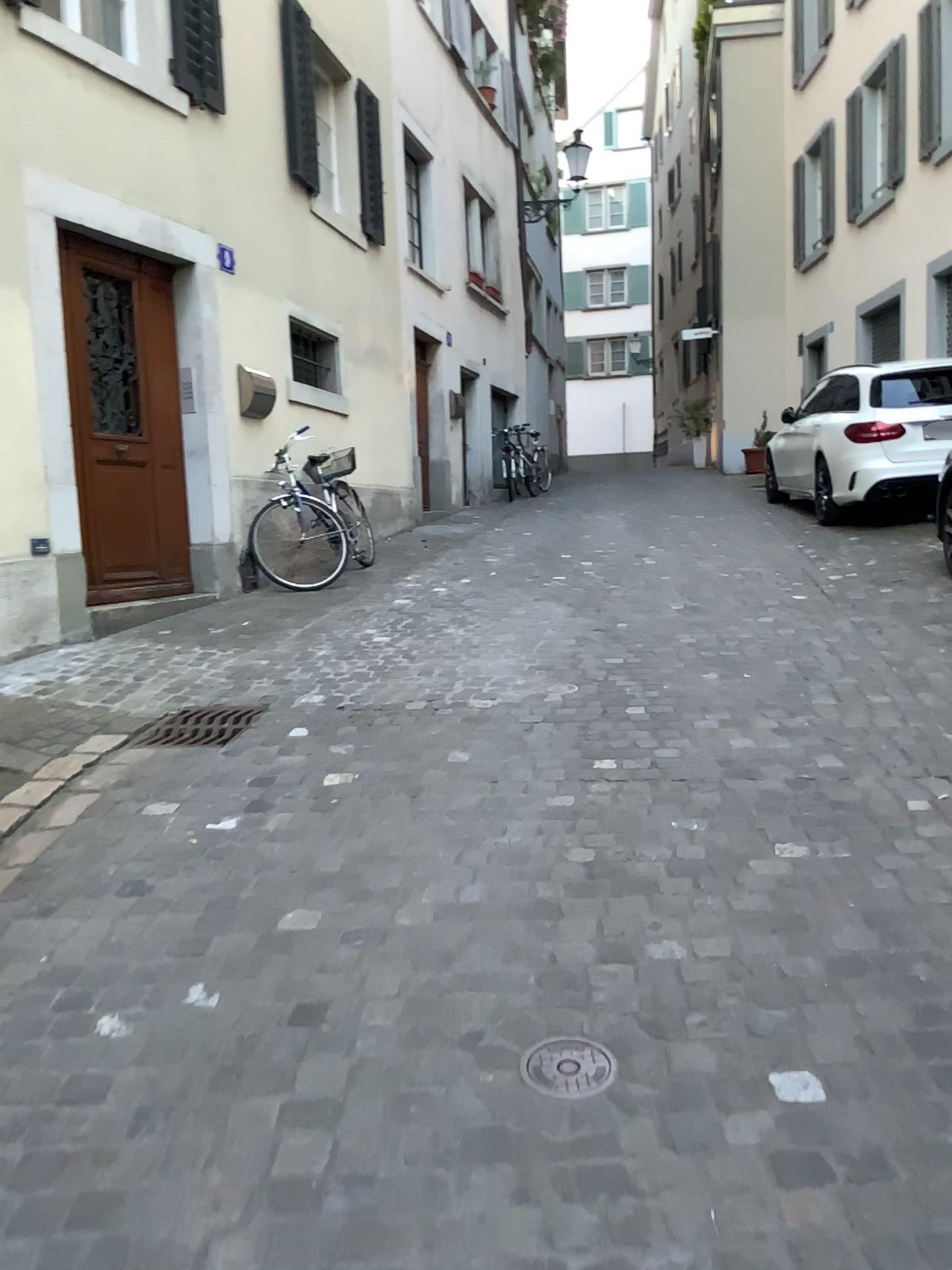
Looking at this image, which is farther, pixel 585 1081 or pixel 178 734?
pixel 178 734

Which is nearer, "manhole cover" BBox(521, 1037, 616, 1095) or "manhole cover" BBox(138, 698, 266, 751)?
"manhole cover" BBox(521, 1037, 616, 1095)

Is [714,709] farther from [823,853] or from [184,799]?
[184,799]

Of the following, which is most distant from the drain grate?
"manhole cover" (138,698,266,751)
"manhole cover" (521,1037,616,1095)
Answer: "manhole cover" (521,1037,616,1095)

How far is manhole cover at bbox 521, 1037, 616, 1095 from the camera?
1.9m

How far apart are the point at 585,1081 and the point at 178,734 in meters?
2.5

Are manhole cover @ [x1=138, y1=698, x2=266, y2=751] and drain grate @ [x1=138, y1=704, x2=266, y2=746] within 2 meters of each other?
yes

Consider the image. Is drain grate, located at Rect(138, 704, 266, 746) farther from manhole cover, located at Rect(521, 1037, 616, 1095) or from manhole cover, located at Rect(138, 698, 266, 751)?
manhole cover, located at Rect(521, 1037, 616, 1095)

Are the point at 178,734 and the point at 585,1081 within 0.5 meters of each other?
no

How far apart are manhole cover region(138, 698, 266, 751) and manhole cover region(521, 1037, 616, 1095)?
2.3m
